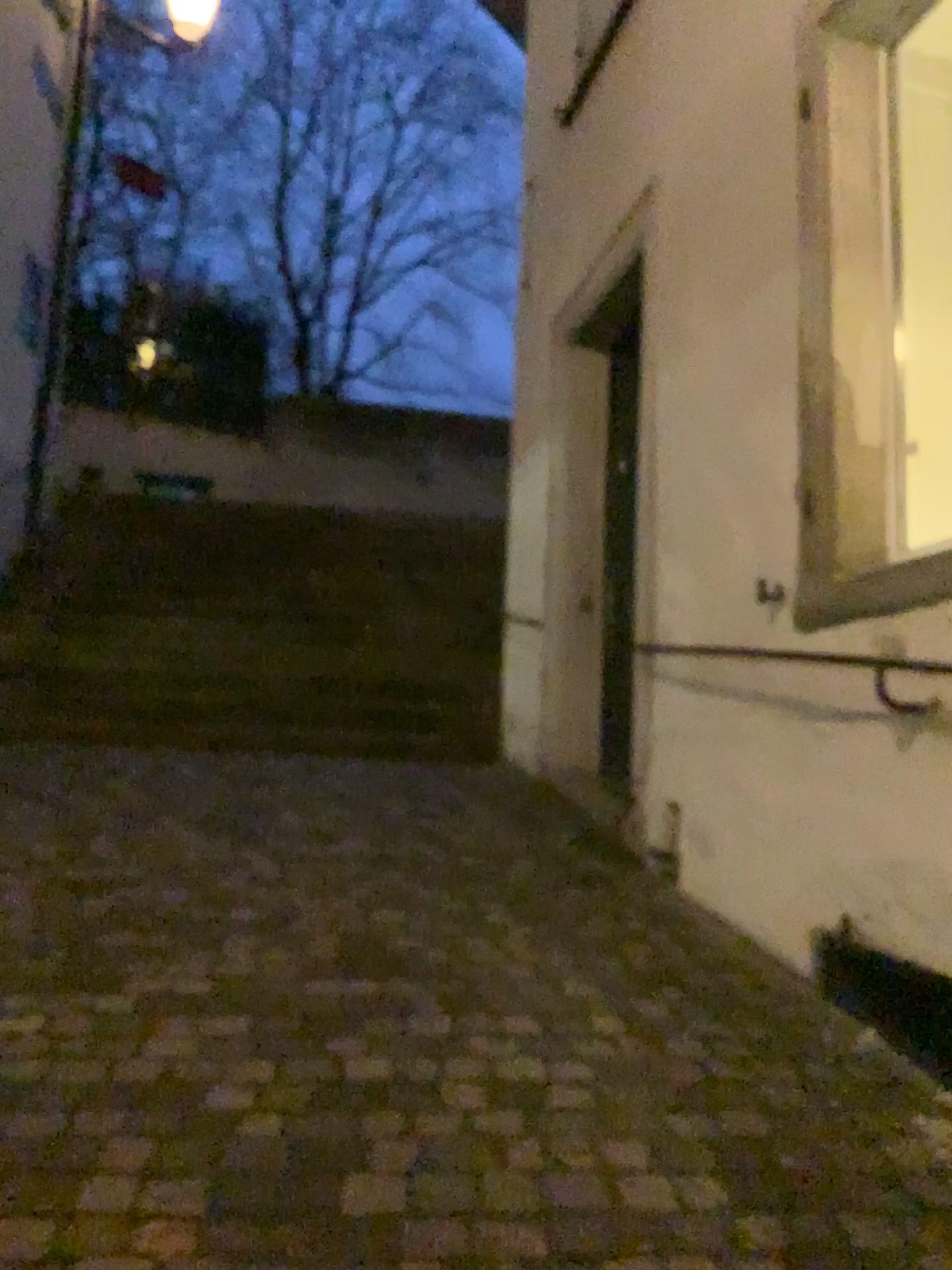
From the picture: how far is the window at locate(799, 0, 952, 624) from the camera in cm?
279

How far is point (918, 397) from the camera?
2.8 meters

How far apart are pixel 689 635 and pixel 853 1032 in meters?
1.4
